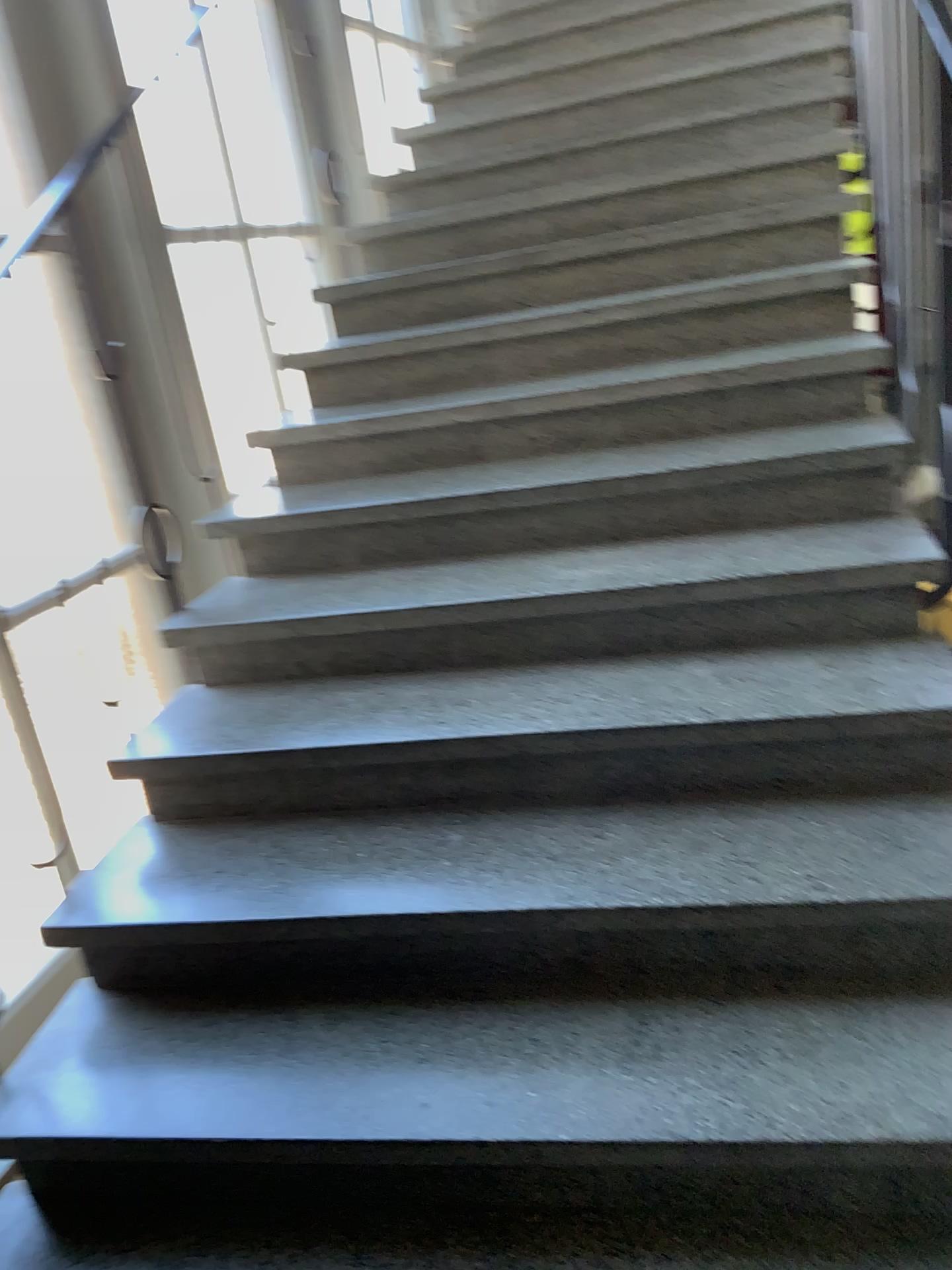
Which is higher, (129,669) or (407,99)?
(407,99)

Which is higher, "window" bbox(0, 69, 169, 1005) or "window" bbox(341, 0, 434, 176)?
"window" bbox(341, 0, 434, 176)

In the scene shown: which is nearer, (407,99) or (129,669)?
(129,669)

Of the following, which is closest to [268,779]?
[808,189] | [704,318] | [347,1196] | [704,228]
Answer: [347,1196]

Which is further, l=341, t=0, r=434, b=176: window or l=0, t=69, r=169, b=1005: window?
l=341, t=0, r=434, b=176: window
